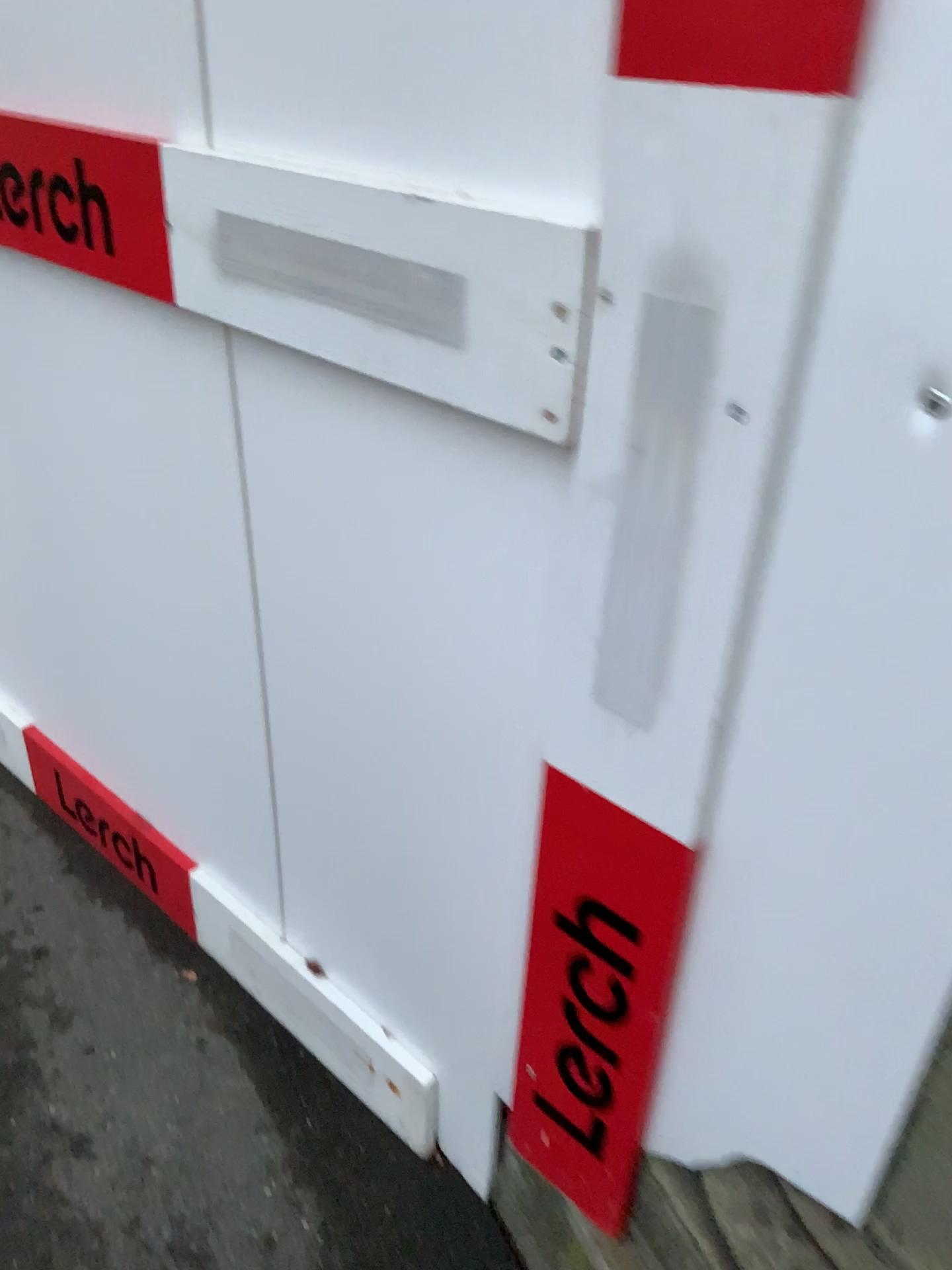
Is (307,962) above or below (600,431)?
below

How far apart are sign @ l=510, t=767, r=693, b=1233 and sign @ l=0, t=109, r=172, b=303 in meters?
0.6 m

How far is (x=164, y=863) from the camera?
1.6m

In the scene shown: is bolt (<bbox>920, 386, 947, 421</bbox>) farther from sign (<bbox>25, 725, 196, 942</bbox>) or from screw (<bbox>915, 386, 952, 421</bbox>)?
sign (<bbox>25, 725, 196, 942</bbox>)

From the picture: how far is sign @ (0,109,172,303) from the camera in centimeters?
102cm

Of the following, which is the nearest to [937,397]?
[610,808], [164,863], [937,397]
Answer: [937,397]

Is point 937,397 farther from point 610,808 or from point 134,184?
point 134,184

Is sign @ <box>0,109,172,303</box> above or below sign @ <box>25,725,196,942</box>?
above

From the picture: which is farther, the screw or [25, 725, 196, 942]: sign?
[25, 725, 196, 942]: sign

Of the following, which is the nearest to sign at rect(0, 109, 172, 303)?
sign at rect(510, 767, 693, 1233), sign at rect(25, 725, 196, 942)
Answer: sign at rect(510, 767, 693, 1233)
